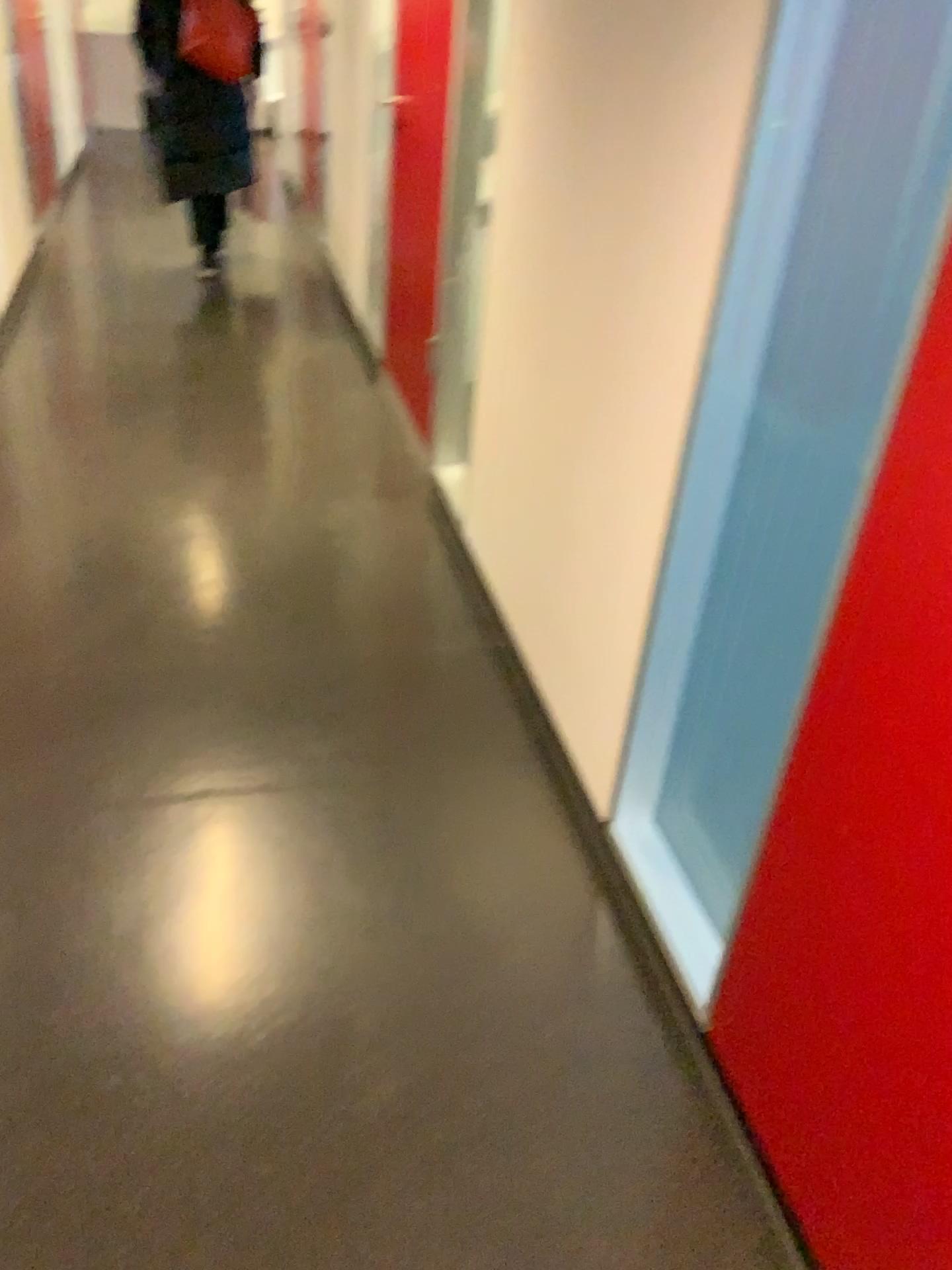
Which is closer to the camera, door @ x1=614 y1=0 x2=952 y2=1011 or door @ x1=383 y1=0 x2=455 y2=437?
door @ x1=614 y1=0 x2=952 y2=1011

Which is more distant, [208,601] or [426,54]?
[426,54]

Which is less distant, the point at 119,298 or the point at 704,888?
the point at 704,888

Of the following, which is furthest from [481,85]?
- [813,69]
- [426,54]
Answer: [813,69]

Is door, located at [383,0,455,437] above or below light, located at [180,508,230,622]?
above

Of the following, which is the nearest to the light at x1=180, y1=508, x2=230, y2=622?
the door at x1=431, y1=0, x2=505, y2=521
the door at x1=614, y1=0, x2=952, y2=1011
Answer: the door at x1=431, y1=0, x2=505, y2=521

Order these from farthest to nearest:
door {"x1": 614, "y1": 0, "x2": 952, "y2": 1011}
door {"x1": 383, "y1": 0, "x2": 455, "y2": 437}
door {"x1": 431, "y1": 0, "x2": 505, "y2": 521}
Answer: door {"x1": 383, "y1": 0, "x2": 455, "y2": 437}, door {"x1": 431, "y1": 0, "x2": 505, "y2": 521}, door {"x1": 614, "y1": 0, "x2": 952, "y2": 1011}

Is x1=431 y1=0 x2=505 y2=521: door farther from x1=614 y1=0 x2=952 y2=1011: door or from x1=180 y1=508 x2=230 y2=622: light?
x1=614 y1=0 x2=952 y2=1011: door

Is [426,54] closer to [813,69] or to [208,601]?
[208,601]

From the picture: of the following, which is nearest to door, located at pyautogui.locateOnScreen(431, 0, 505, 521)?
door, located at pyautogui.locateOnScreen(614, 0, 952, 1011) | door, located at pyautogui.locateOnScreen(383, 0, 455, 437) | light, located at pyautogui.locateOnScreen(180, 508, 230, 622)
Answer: door, located at pyautogui.locateOnScreen(383, 0, 455, 437)
